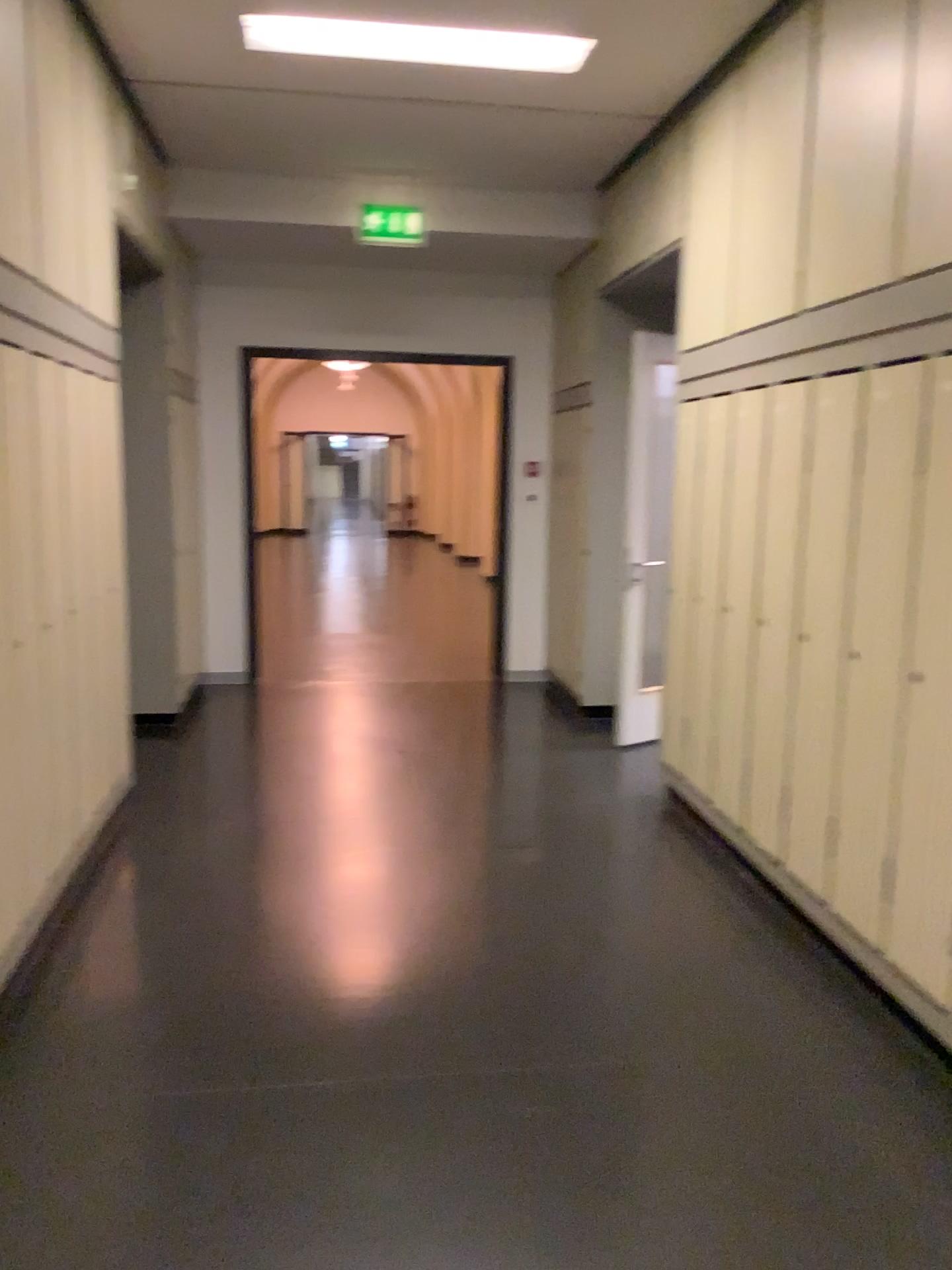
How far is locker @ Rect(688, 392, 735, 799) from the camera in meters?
3.9

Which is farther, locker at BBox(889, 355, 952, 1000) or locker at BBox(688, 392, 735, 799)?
locker at BBox(688, 392, 735, 799)

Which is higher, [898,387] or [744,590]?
[898,387]

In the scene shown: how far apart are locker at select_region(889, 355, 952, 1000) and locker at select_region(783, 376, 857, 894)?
0.38m

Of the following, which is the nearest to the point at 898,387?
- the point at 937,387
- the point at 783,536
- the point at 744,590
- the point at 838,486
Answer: the point at 937,387

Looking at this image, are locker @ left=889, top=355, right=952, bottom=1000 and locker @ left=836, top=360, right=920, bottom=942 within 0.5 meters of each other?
yes

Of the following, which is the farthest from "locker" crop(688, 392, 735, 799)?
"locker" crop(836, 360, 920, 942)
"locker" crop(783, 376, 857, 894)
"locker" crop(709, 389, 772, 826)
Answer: "locker" crop(836, 360, 920, 942)

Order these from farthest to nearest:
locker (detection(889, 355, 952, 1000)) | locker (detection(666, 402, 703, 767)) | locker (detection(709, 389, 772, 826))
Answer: locker (detection(666, 402, 703, 767)) < locker (detection(709, 389, 772, 826)) < locker (detection(889, 355, 952, 1000))

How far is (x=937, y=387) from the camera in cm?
268

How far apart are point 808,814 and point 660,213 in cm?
272
